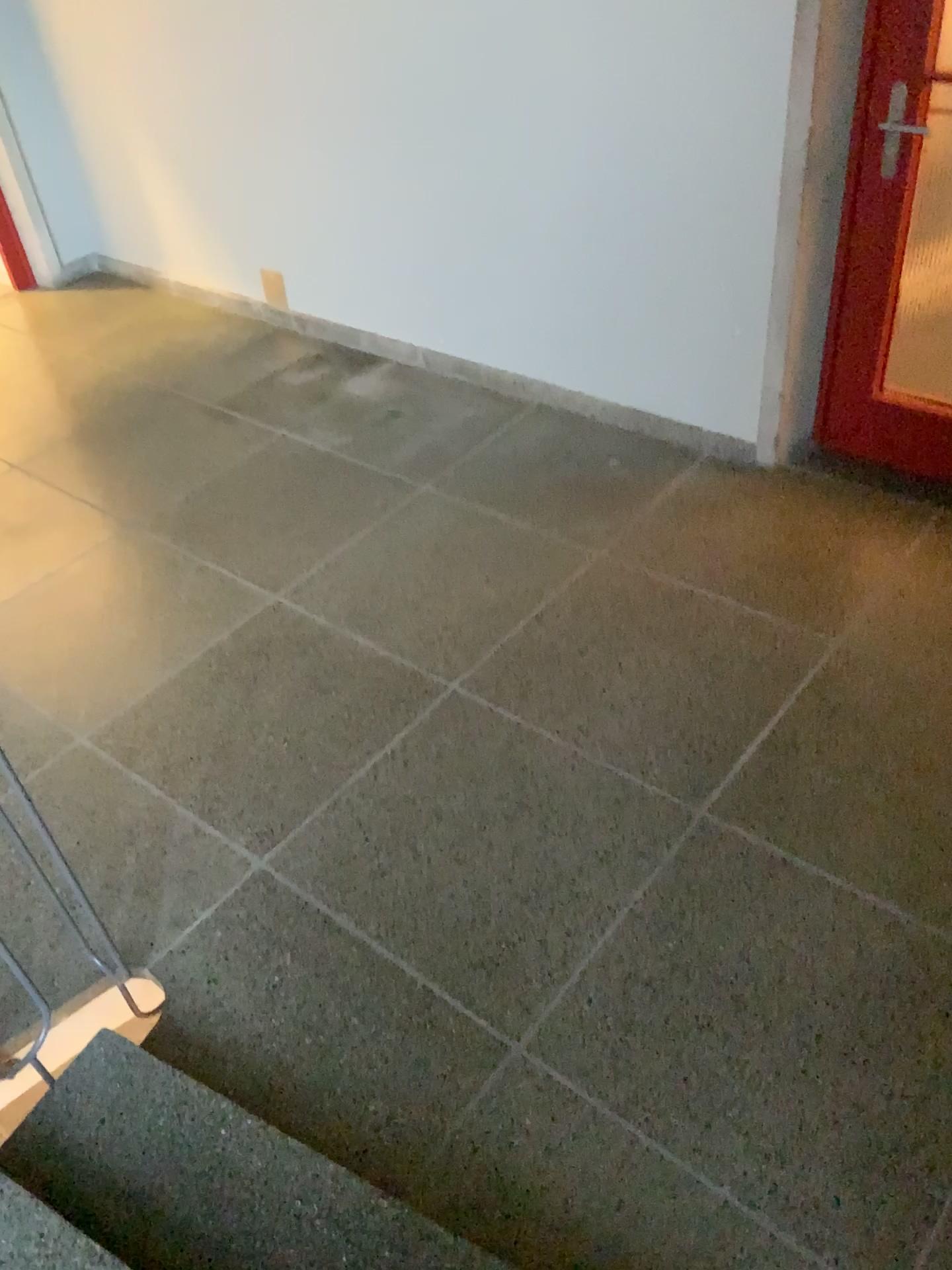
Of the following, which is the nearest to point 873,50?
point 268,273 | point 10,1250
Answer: point 268,273

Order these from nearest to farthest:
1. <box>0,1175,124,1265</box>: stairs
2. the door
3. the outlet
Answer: <box>0,1175,124,1265</box>: stairs, the door, the outlet

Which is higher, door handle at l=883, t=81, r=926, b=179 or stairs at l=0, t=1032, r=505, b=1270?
door handle at l=883, t=81, r=926, b=179

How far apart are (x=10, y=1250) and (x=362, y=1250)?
0.50m

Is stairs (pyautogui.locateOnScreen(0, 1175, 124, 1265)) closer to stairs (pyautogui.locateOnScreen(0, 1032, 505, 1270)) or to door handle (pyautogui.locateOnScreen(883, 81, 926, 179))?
stairs (pyautogui.locateOnScreen(0, 1032, 505, 1270))

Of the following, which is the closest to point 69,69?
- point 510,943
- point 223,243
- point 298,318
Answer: point 223,243

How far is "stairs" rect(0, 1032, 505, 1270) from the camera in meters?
1.6 m

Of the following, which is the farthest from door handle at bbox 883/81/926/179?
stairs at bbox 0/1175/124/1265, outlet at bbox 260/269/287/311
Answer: stairs at bbox 0/1175/124/1265

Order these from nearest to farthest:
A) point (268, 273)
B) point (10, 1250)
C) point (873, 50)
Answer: point (10, 1250) → point (873, 50) → point (268, 273)

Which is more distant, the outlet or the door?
the outlet
